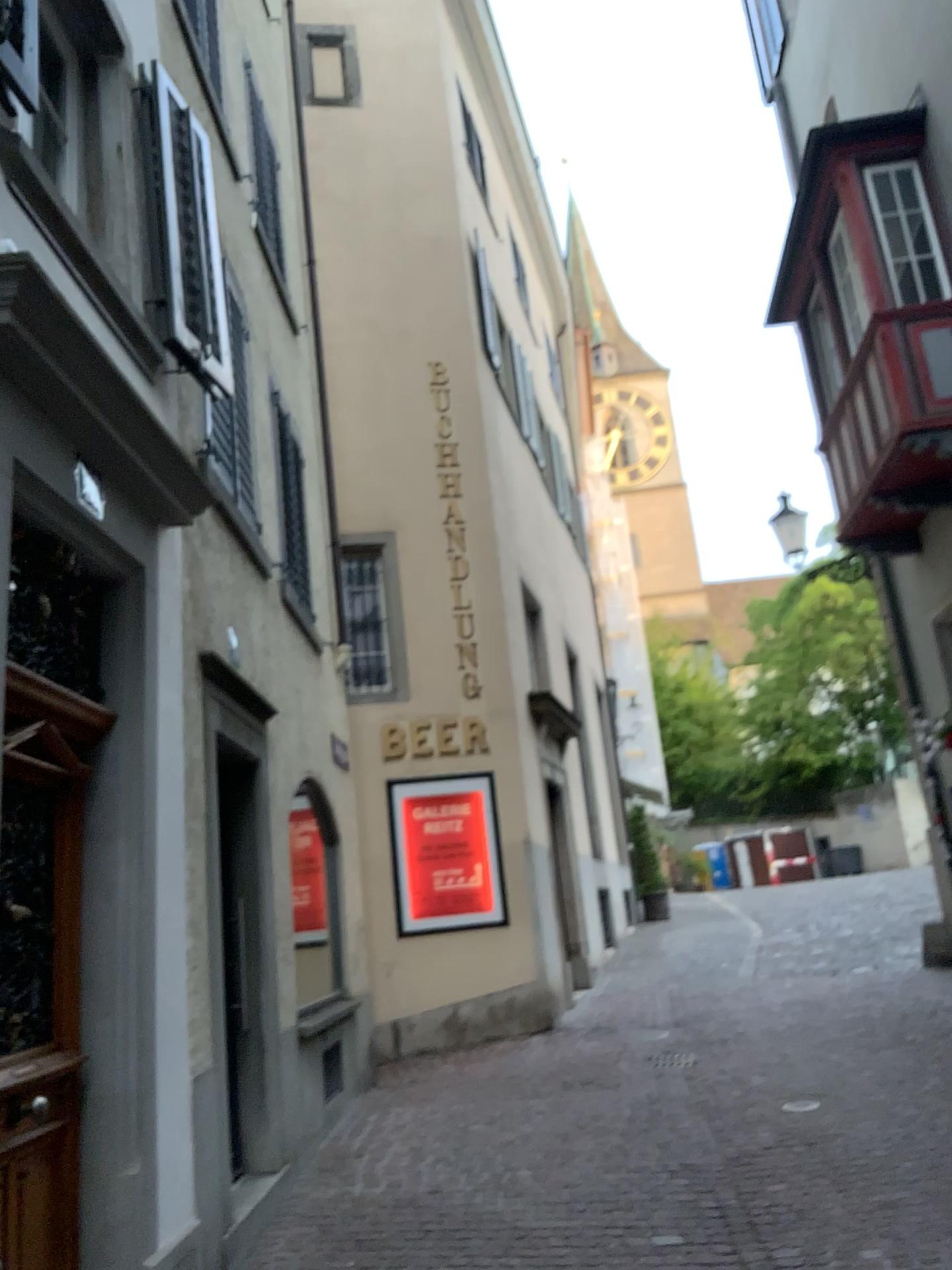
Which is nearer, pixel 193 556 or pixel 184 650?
pixel 184 650
